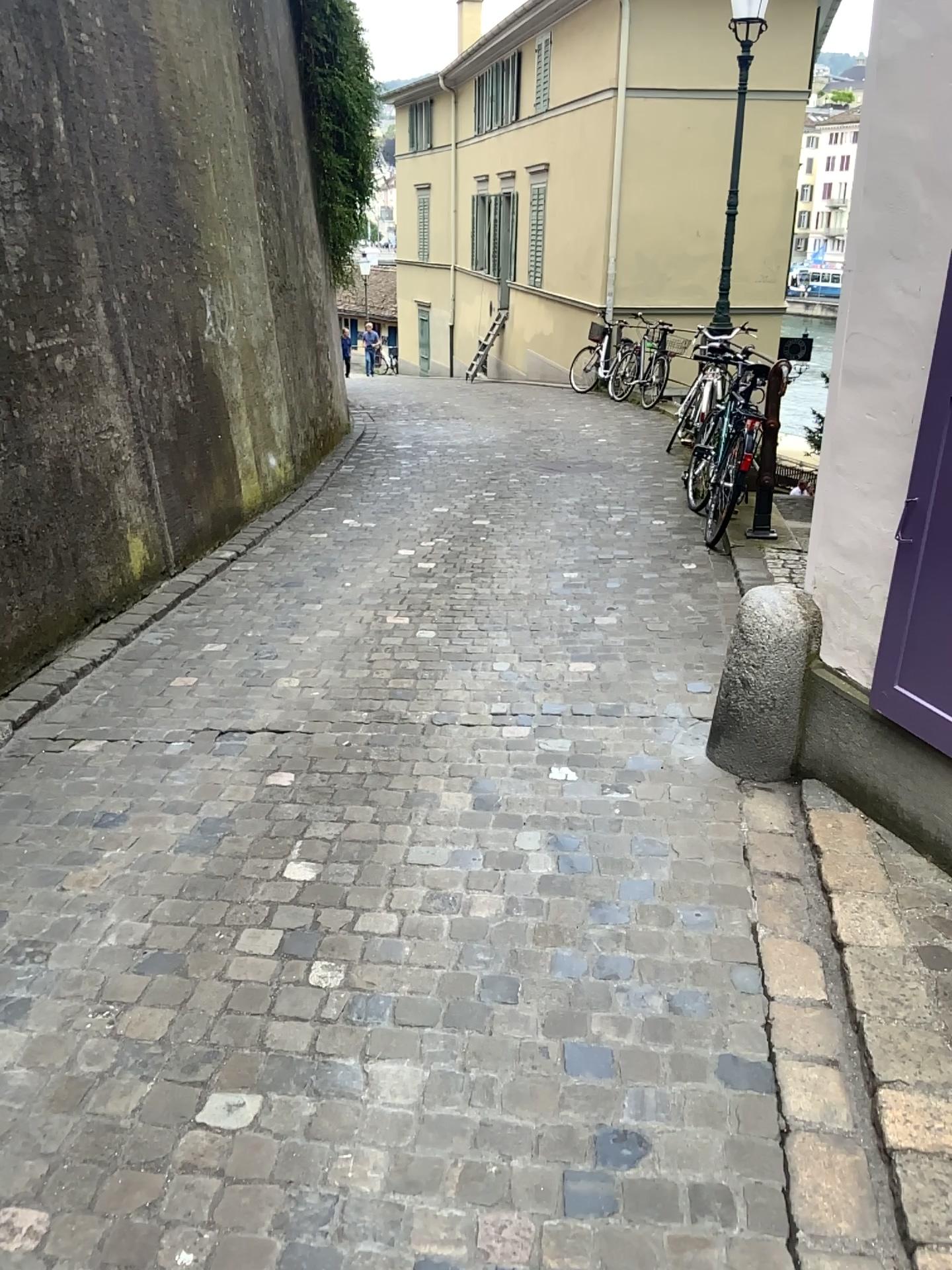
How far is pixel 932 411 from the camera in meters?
2.5 m

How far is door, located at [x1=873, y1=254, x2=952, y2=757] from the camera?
2.49m

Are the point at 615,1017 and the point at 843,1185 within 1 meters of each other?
yes
